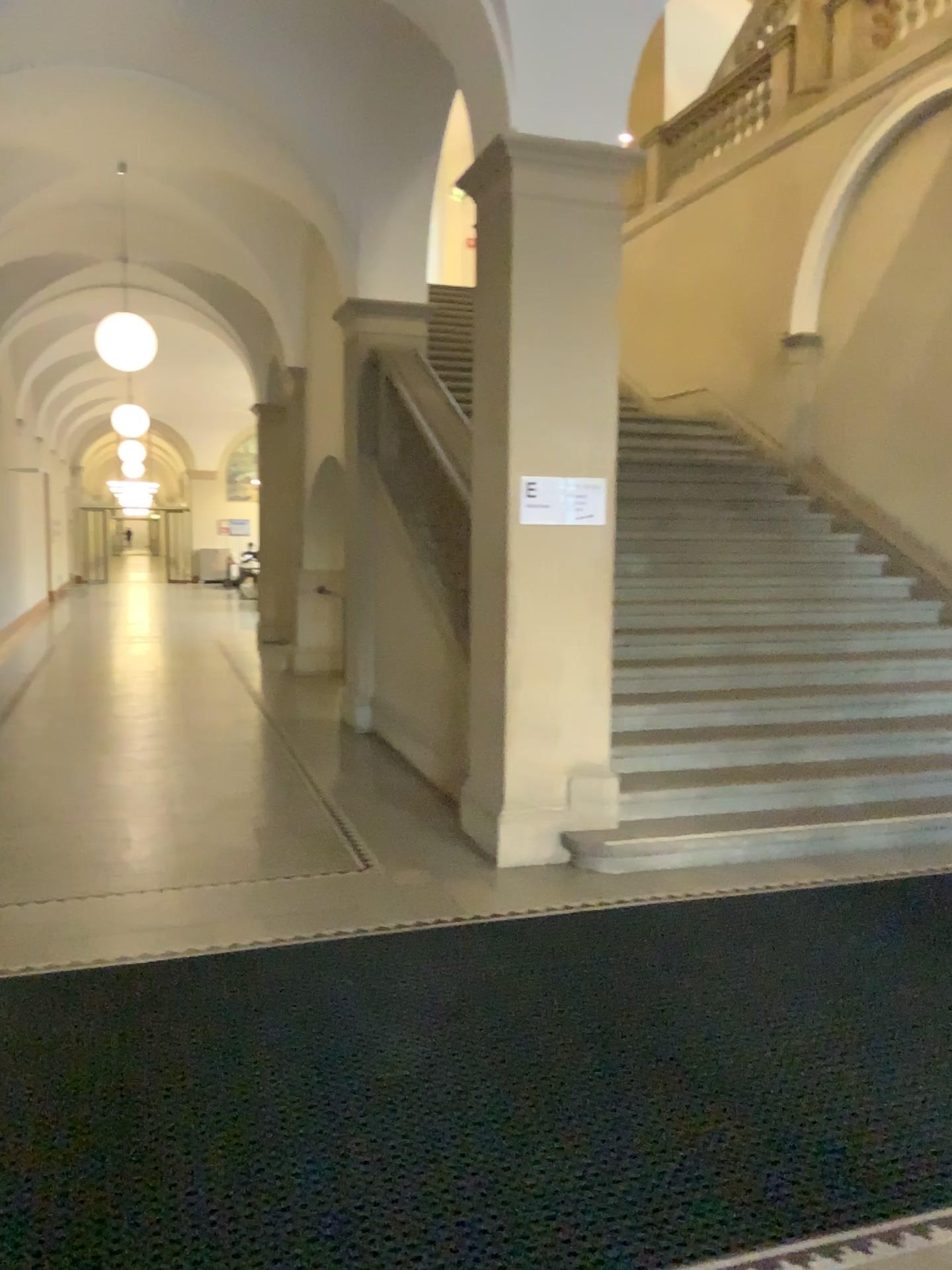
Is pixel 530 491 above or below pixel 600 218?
below

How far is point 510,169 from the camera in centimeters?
464cm

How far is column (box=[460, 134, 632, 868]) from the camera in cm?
473

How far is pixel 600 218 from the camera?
4.7m

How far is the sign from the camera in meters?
4.8

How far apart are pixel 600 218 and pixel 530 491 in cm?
127
